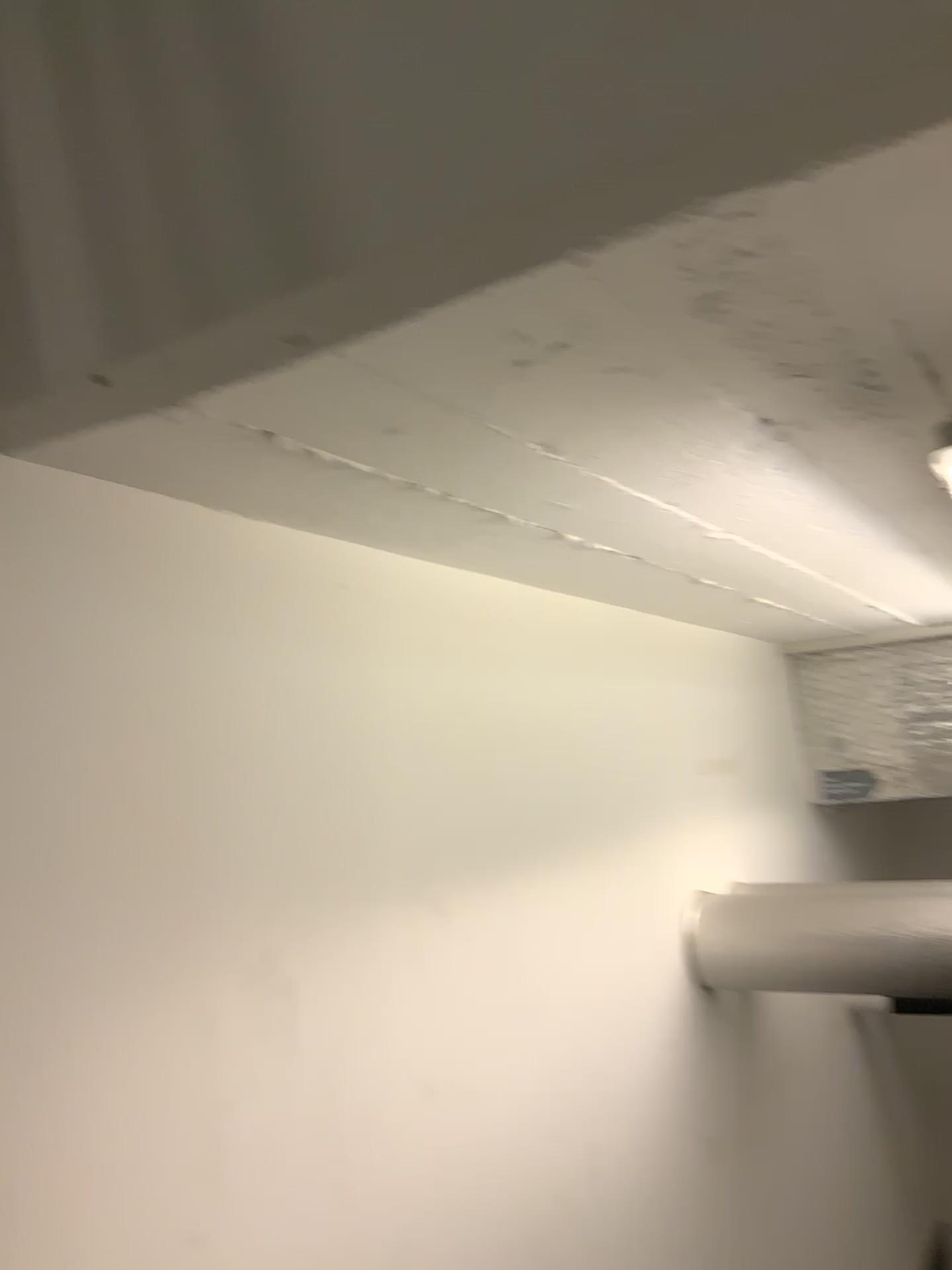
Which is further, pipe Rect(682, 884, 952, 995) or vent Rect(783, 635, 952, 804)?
vent Rect(783, 635, 952, 804)

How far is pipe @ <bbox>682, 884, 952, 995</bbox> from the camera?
1.52m

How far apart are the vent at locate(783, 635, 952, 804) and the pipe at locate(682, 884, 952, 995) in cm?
67

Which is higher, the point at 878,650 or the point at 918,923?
the point at 878,650

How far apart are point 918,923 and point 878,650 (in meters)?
0.86

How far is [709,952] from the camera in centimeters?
159cm

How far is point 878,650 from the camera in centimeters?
226cm

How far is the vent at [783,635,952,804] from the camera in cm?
226
